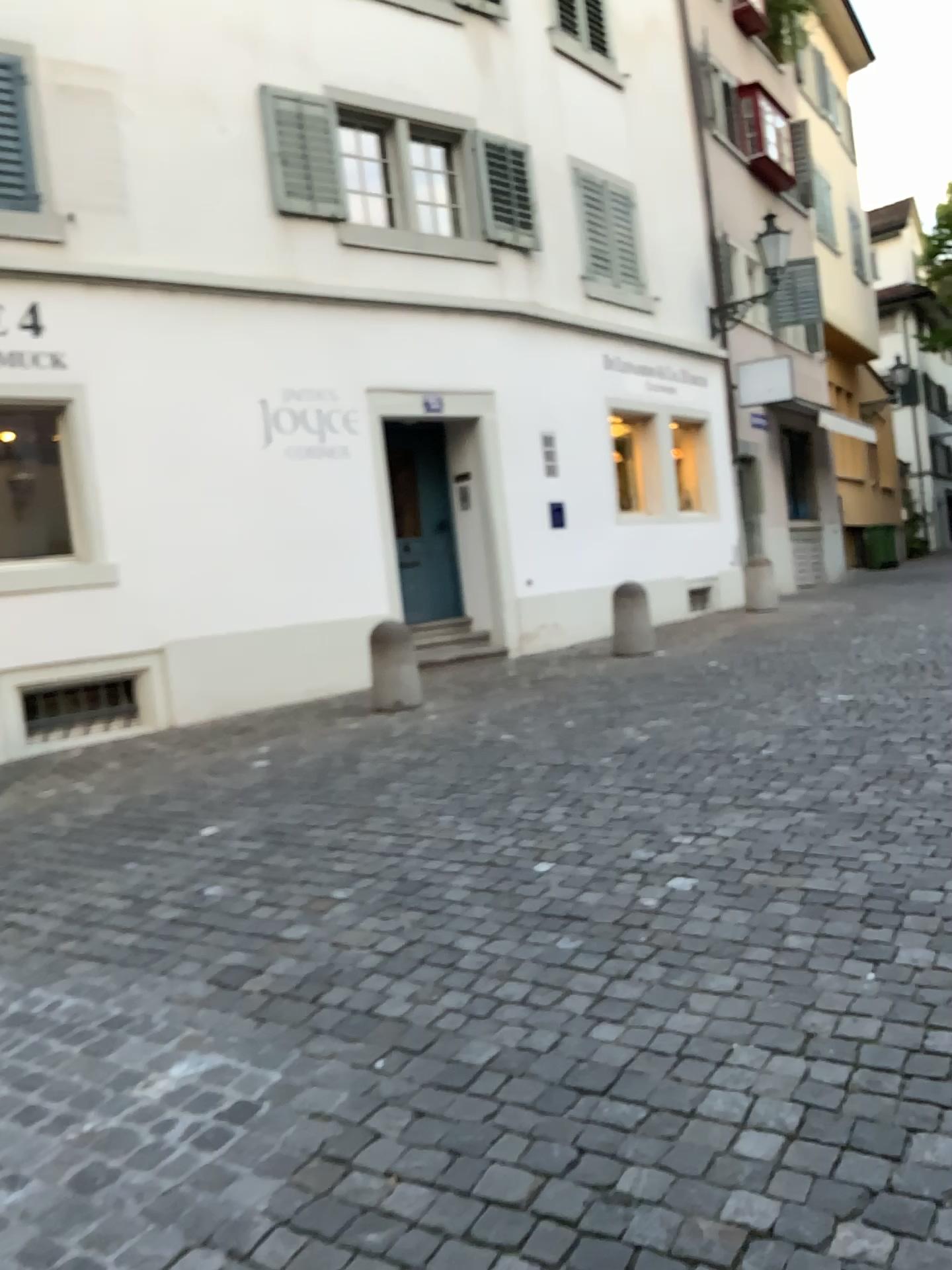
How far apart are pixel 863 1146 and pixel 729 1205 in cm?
34
